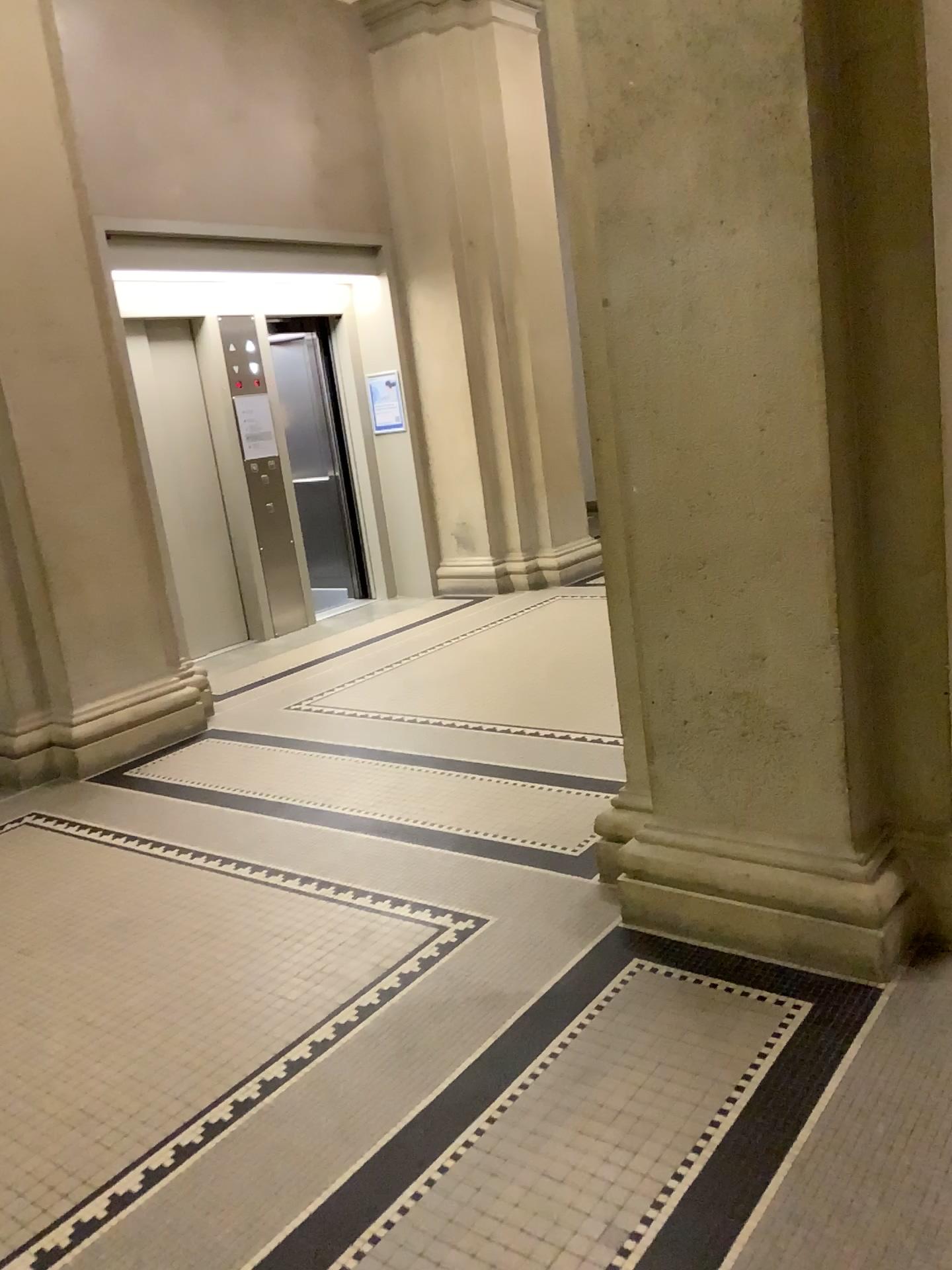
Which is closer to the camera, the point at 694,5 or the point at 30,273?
the point at 694,5

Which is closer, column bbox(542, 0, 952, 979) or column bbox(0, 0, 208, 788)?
column bbox(542, 0, 952, 979)

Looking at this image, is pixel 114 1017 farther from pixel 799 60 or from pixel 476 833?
pixel 799 60
